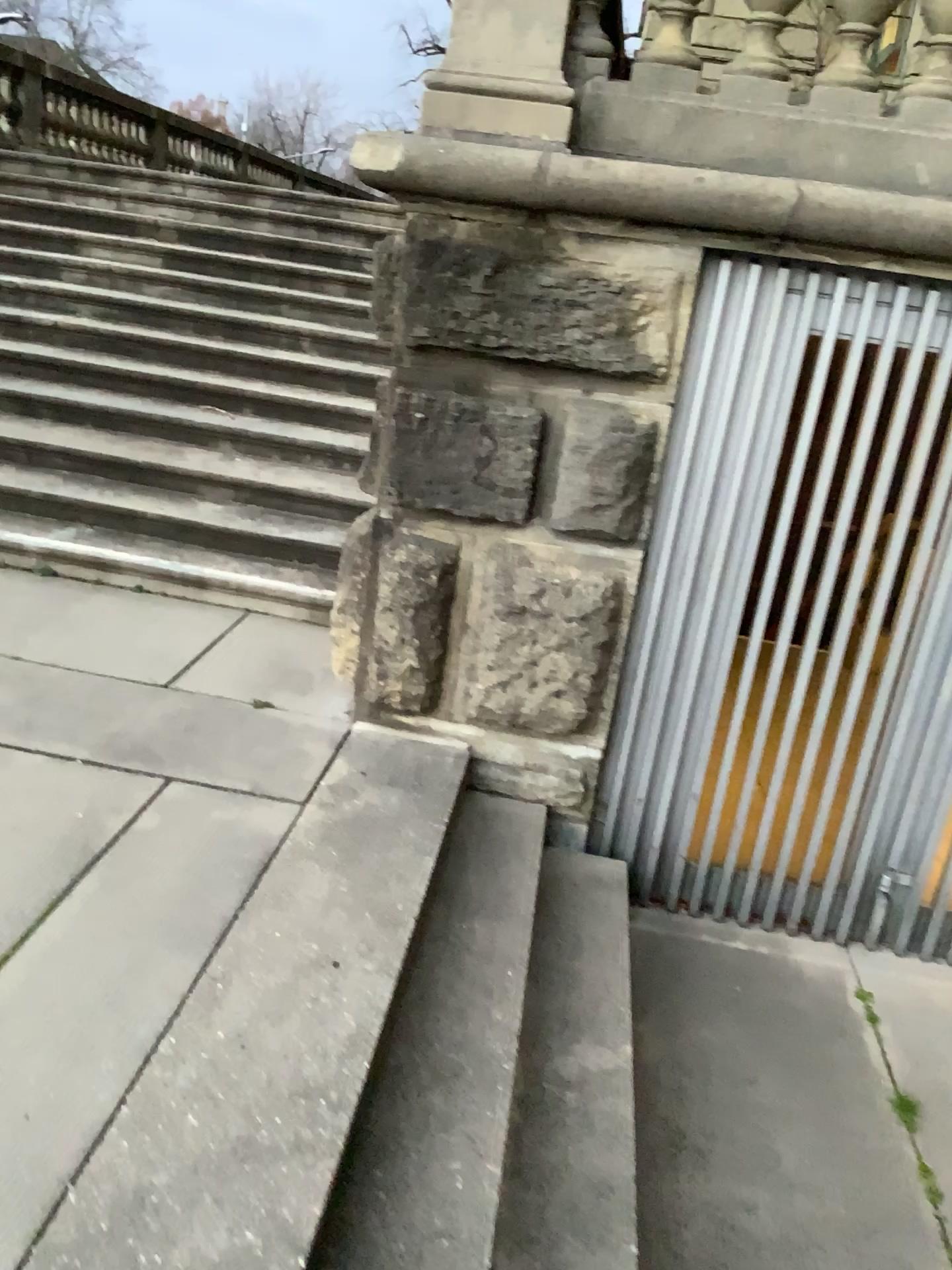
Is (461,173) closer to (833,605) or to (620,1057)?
(833,605)

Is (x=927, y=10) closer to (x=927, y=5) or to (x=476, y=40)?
(x=927, y=5)

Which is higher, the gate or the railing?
the railing

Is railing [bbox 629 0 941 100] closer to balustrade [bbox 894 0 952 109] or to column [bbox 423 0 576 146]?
balustrade [bbox 894 0 952 109]

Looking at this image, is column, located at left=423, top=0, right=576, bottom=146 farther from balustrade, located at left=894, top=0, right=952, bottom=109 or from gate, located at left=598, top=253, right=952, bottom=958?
balustrade, located at left=894, top=0, right=952, bottom=109

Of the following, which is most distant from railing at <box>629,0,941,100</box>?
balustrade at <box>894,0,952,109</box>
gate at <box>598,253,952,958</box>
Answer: gate at <box>598,253,952,958</box>

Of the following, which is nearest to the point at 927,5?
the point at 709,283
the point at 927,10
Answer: the point at 927,10

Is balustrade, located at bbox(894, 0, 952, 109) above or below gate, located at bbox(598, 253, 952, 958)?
above

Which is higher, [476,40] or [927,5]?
[927,5]

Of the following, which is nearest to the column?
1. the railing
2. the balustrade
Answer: the railing
